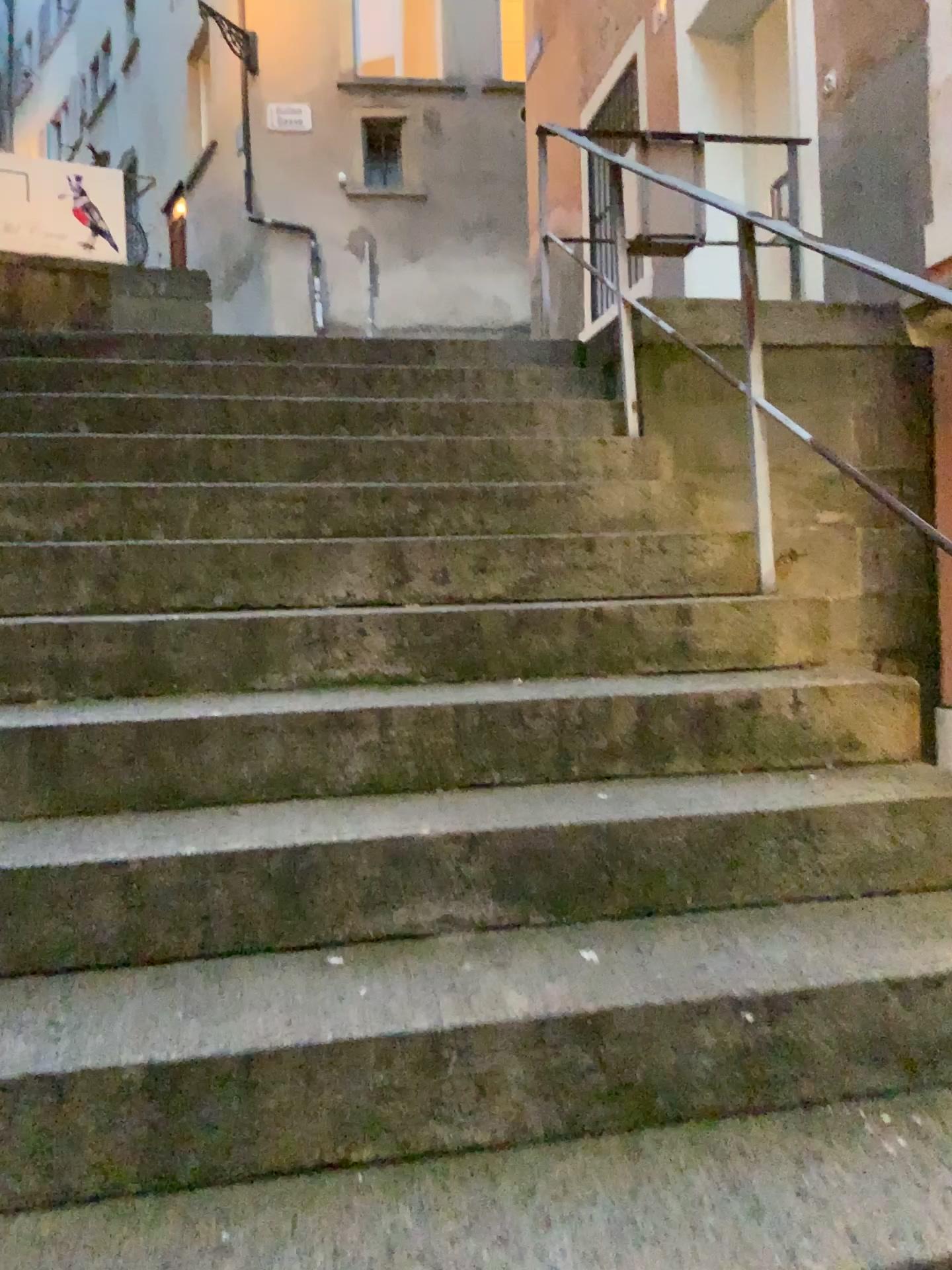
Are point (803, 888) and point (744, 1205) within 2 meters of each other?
yes
